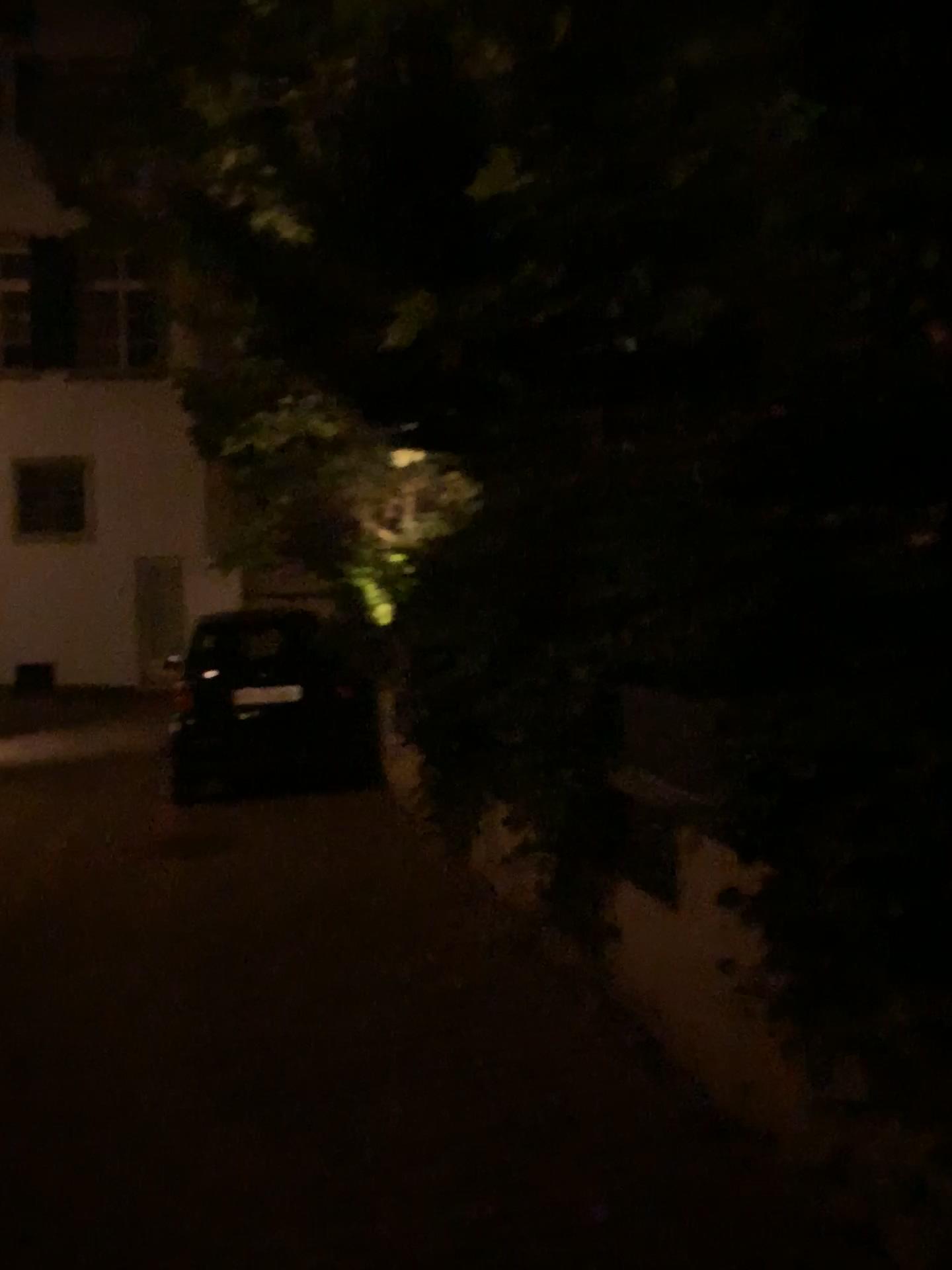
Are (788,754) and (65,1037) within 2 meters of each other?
no
